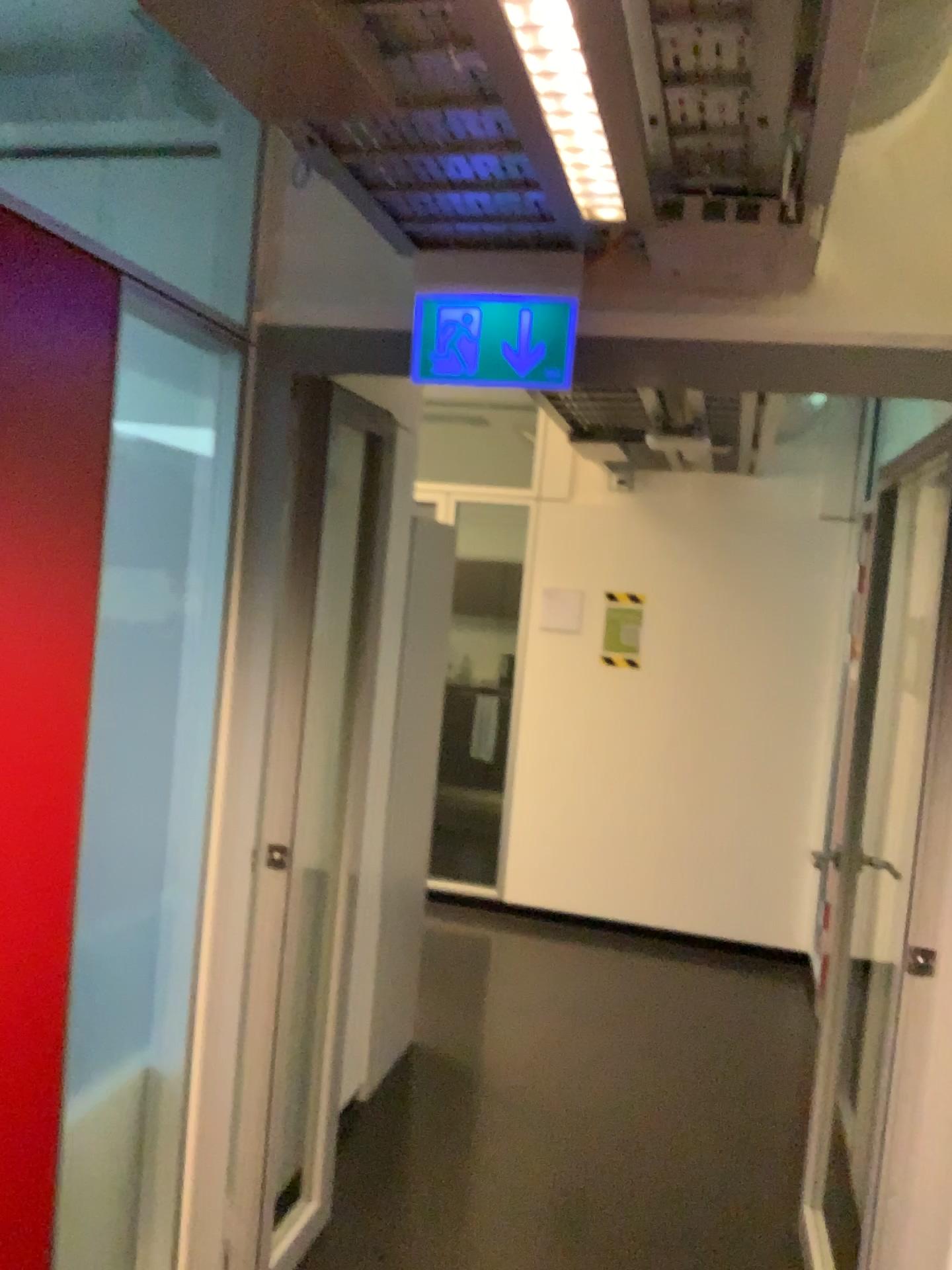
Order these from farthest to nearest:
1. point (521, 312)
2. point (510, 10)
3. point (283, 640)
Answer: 1. point (283, 640)
2. point (521, 312)
3. point (510, 10)

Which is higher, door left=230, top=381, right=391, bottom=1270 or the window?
the window

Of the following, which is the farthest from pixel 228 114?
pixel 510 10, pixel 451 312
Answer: pixel 510 10

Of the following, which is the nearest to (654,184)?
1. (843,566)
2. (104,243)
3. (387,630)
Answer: (104,243)

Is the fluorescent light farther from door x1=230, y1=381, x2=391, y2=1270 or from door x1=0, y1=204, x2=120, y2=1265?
door x1=230, y1=381, x2=391, y2=1270

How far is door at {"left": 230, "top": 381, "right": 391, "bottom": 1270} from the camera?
2.4 meters

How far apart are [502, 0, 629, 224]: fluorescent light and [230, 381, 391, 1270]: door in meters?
1.0 m

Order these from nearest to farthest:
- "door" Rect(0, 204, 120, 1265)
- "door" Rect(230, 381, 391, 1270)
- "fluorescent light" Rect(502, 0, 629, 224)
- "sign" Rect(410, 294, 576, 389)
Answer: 1. "fluorescent light" Rect(502, 0, 629, 224)
2. "door" Rect(0, 204, 120, 1265)
3. "sign" Rect(410, 294, 576, 389)
4. "door" Rect(230, 381, 391, 1270)

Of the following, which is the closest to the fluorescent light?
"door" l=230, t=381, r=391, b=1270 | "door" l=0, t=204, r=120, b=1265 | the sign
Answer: the sign

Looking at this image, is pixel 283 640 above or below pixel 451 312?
below
